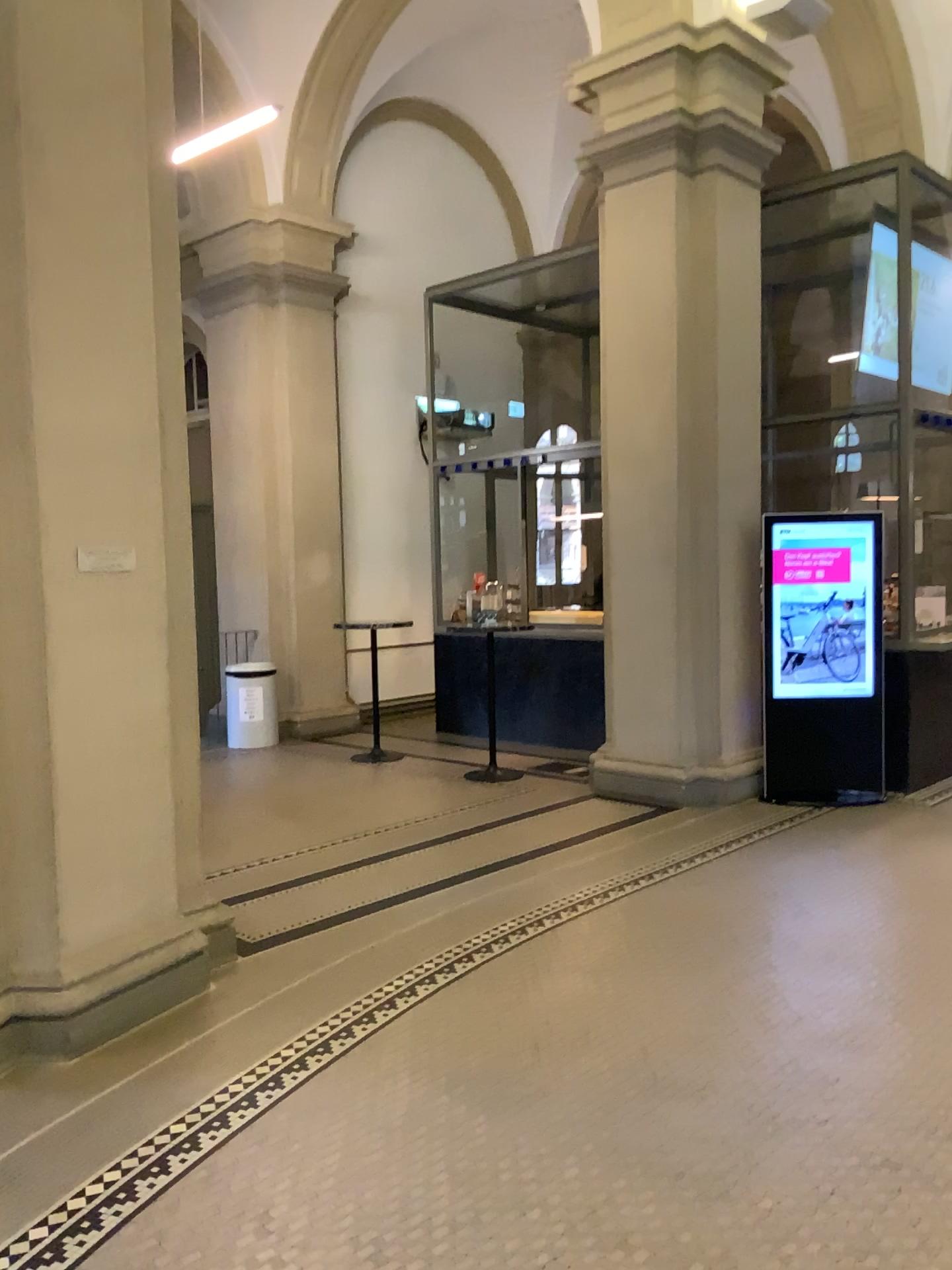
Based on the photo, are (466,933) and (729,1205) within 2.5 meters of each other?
yes
